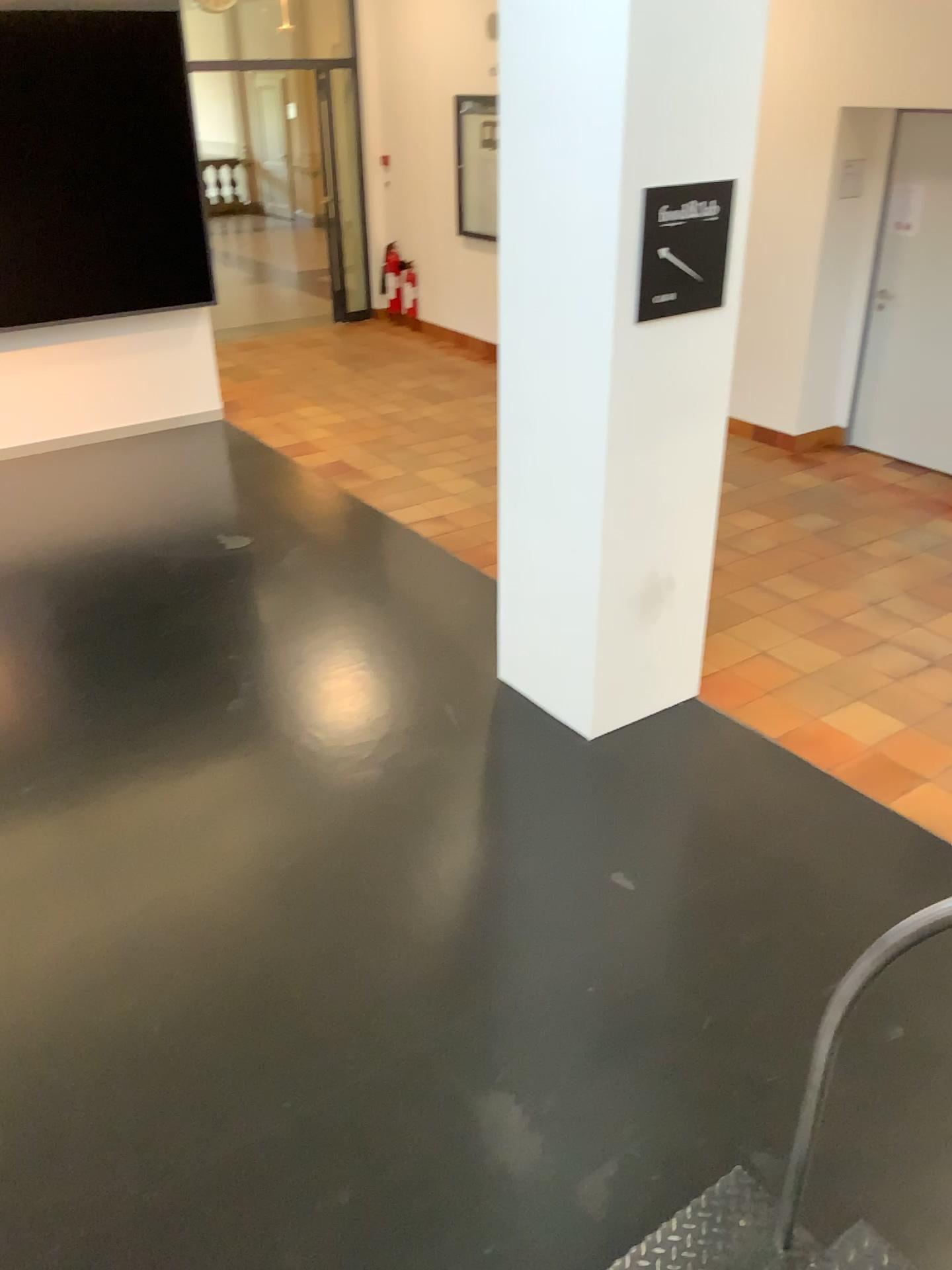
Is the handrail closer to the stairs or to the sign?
the stairs

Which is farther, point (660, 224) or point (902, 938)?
point (660, 224)

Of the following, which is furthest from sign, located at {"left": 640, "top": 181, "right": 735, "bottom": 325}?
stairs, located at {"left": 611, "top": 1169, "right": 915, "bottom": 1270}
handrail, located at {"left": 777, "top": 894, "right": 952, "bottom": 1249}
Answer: stairs, located at {"left": 611, "top": 1169, "right": 915, "bottom": 1270}

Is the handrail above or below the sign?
below

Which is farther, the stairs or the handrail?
the stairs

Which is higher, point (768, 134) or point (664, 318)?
point (768, 134)

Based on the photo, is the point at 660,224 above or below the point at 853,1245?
above

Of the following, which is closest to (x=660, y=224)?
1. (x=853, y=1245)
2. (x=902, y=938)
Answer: (x=902, y=938)

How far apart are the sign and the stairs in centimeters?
247cm

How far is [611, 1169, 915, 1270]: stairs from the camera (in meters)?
2.09
